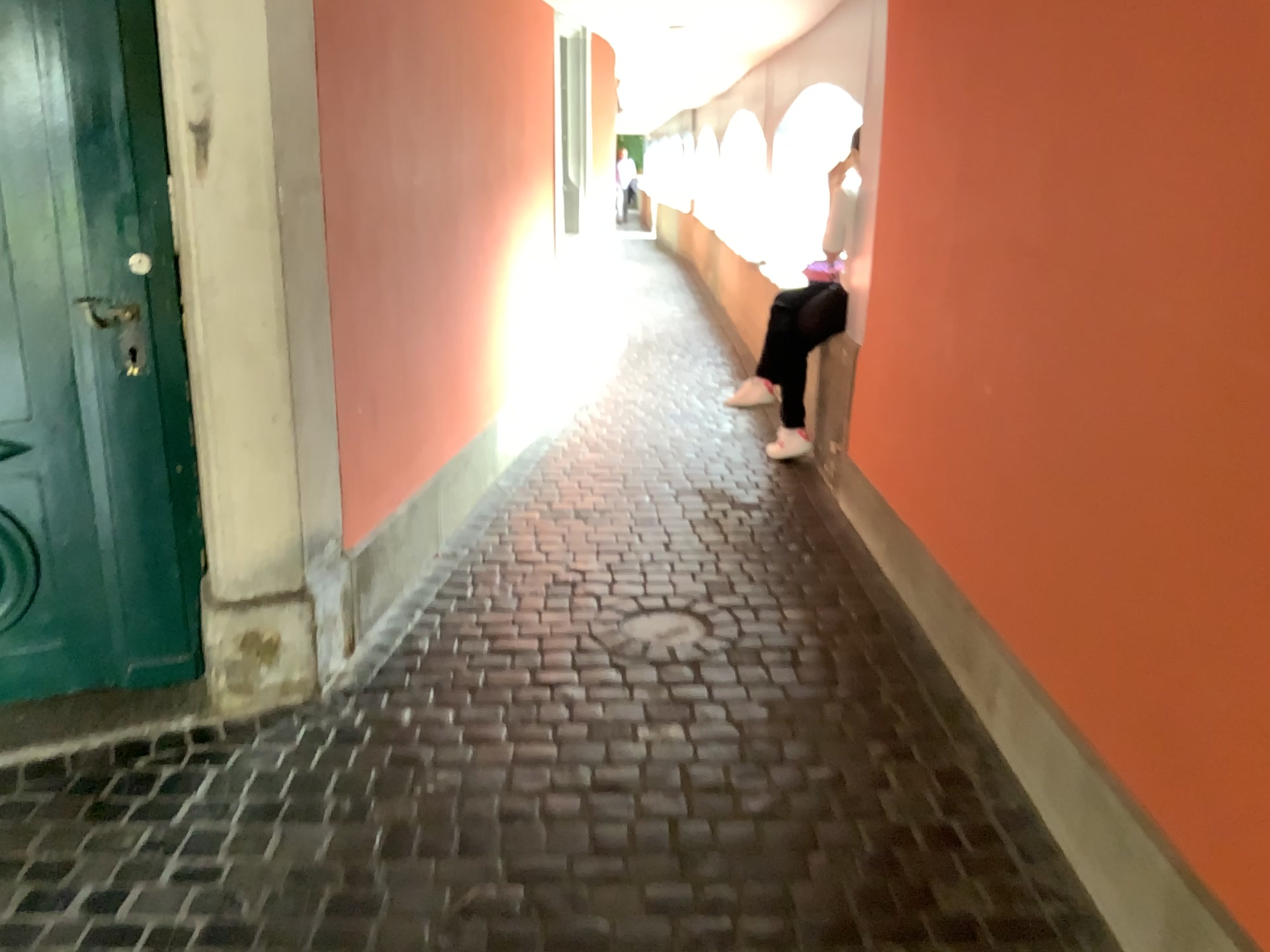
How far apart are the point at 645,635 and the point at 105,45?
2.00m

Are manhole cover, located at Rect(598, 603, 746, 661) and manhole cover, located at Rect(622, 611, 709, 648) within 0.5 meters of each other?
yes

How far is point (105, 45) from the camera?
2.3m

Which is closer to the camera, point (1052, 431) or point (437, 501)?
point (1052, 431)

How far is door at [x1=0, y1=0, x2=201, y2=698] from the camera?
2.3m

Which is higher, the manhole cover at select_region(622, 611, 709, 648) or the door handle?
the door handle

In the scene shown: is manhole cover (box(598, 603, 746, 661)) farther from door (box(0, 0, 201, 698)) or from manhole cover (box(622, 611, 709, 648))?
door (box(0, 0, 201, 698))

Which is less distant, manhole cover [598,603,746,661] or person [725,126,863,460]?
manhole cover [598,603,746,661]

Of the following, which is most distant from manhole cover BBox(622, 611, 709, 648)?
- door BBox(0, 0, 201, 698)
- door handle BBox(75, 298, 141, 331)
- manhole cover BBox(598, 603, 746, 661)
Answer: door handle BBox(75, 298, 141, 331)

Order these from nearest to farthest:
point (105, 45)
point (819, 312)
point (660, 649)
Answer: point (105, 45), point (660, 649), point (819, 312)
